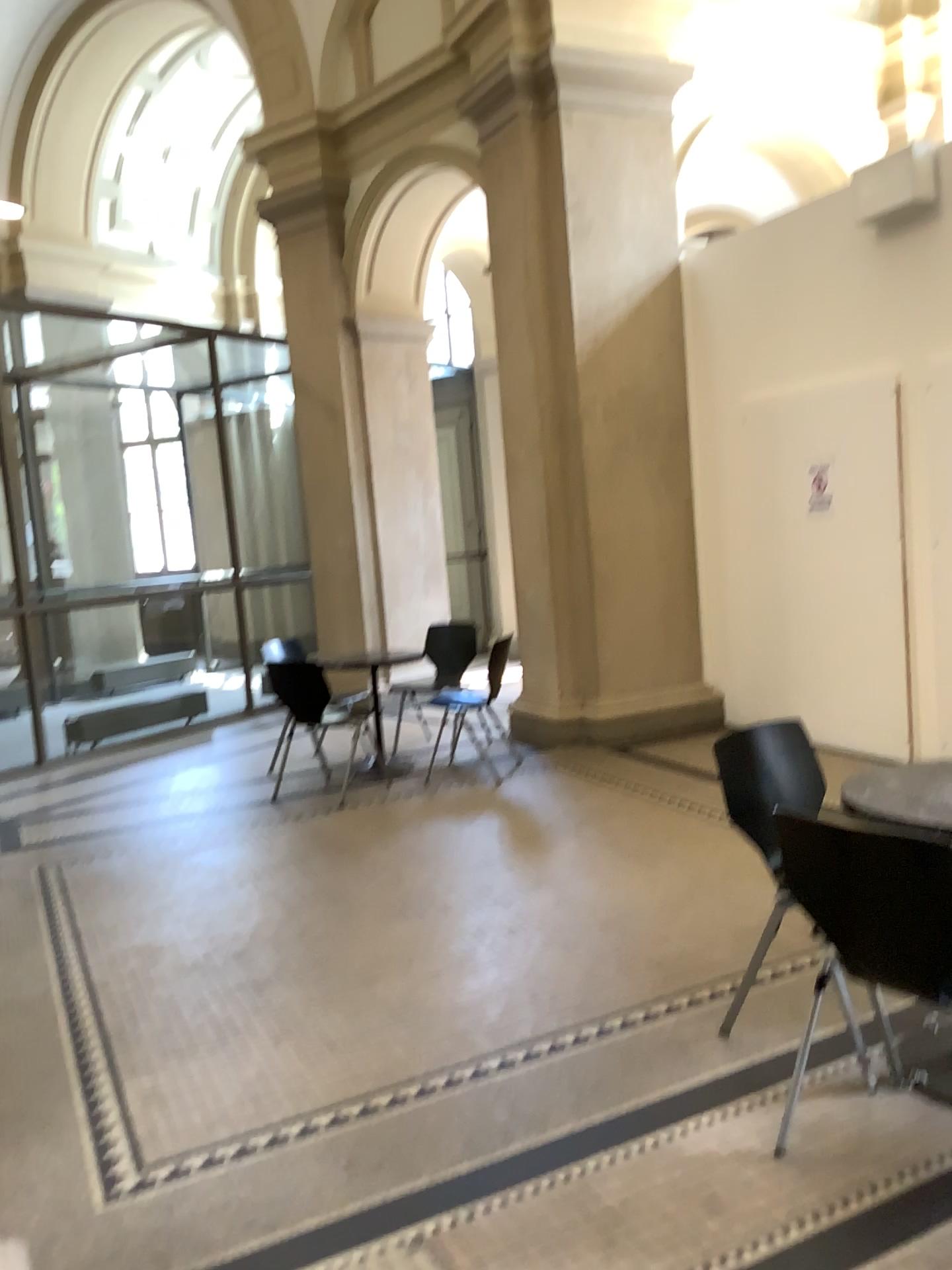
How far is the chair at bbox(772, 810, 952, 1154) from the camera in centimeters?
204cm

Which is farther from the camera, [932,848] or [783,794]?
[783,794]

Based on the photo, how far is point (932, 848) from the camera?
2.0 meters

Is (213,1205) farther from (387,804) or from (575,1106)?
(387,804)

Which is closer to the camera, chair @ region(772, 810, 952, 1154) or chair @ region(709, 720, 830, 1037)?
chair @ region(772, 810, 952, 1154)
